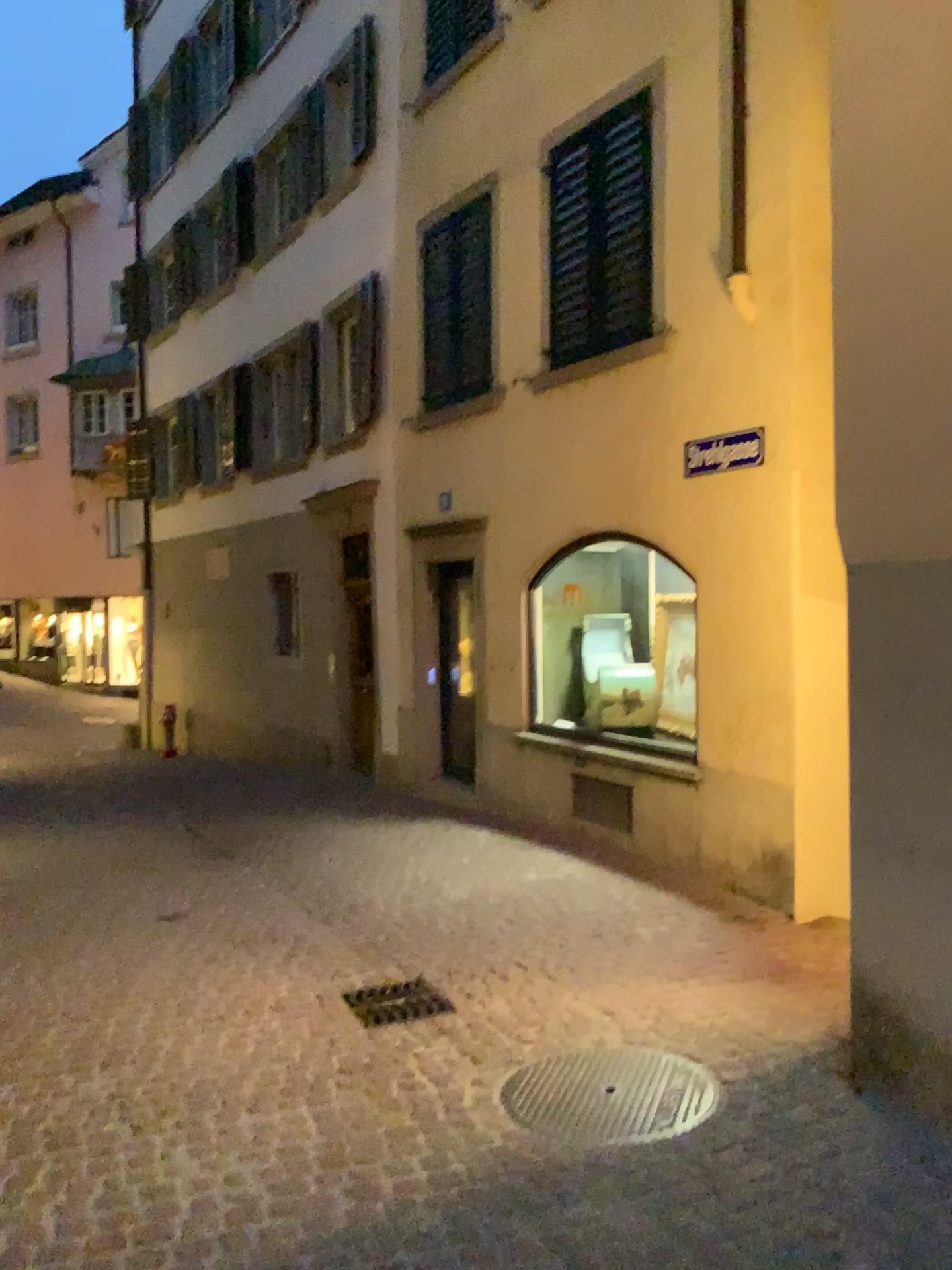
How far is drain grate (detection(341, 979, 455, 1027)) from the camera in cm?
435

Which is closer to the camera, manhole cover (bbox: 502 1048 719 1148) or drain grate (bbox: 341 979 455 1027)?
manhole cover (bbox: 502 1048 719 1148)

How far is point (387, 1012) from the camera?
4.4 meters

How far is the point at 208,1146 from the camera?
3.2 meters

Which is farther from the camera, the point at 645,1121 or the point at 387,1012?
the point at 387,1012
